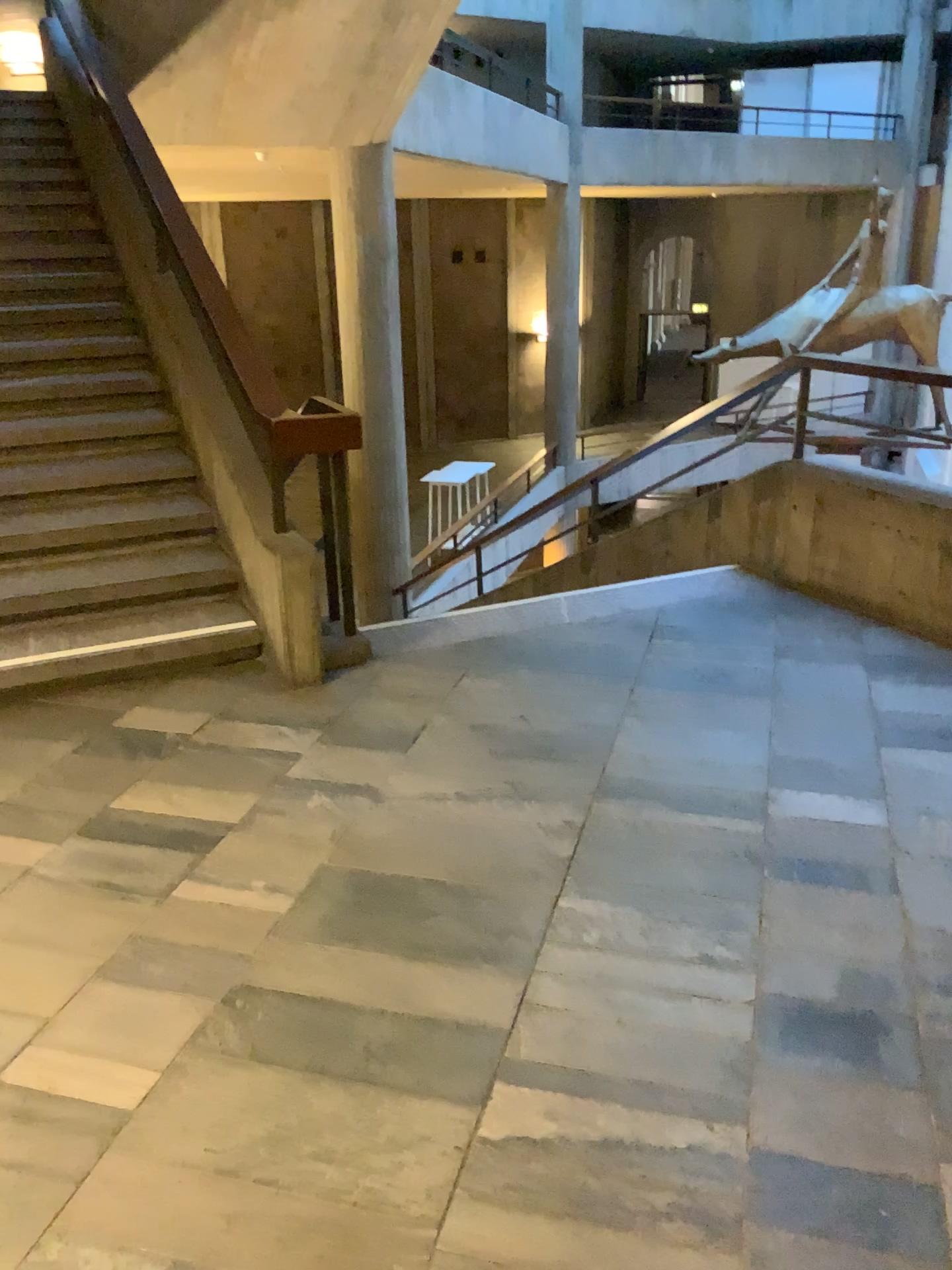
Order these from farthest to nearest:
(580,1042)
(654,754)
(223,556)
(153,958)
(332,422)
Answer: (223,556), (332,422), (654,754), (153,958), (580,1042)
